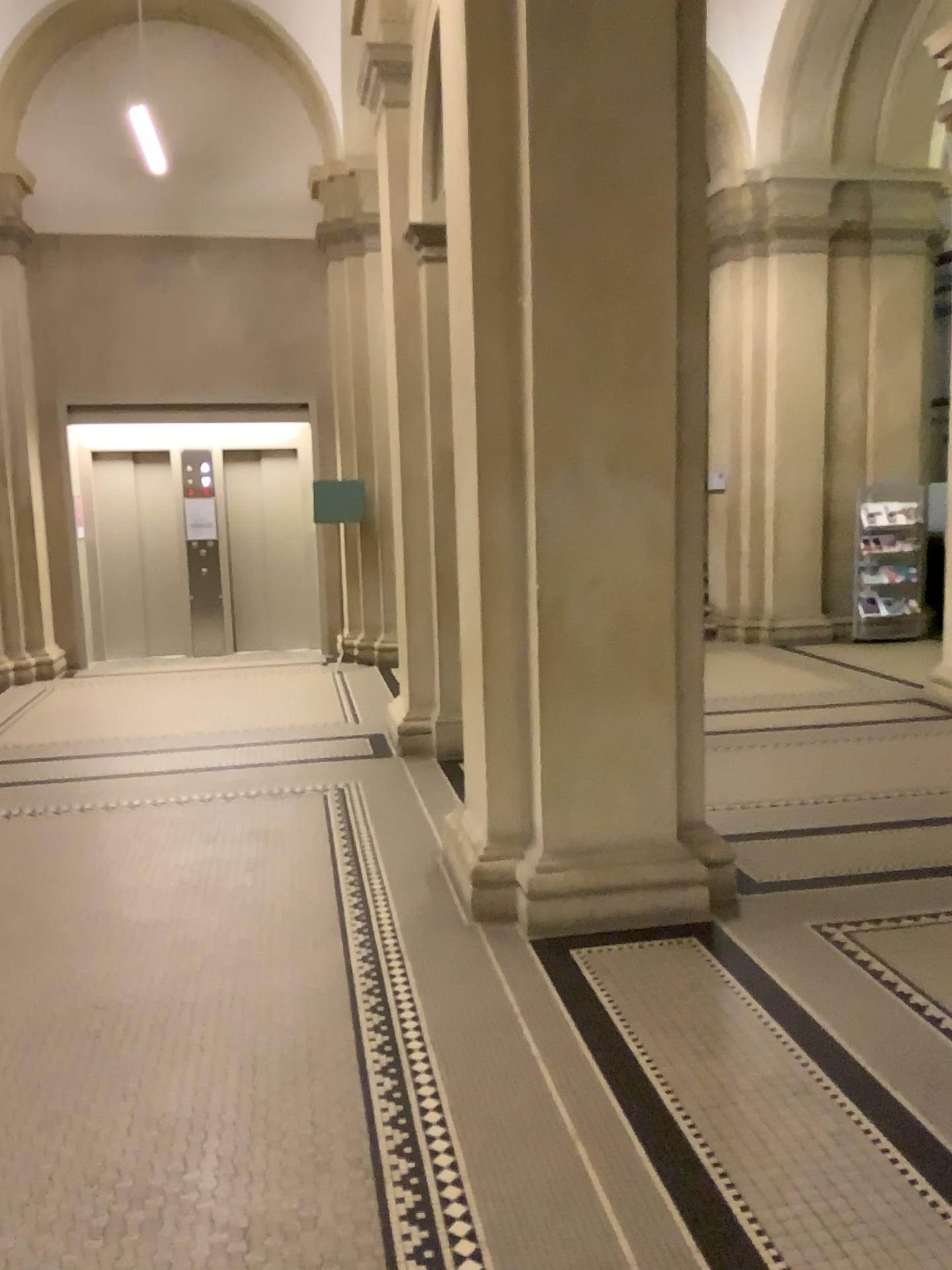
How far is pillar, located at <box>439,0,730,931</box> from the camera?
3.68m

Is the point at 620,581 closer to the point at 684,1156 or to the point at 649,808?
the point at 649,808

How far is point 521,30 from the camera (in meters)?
3.68
